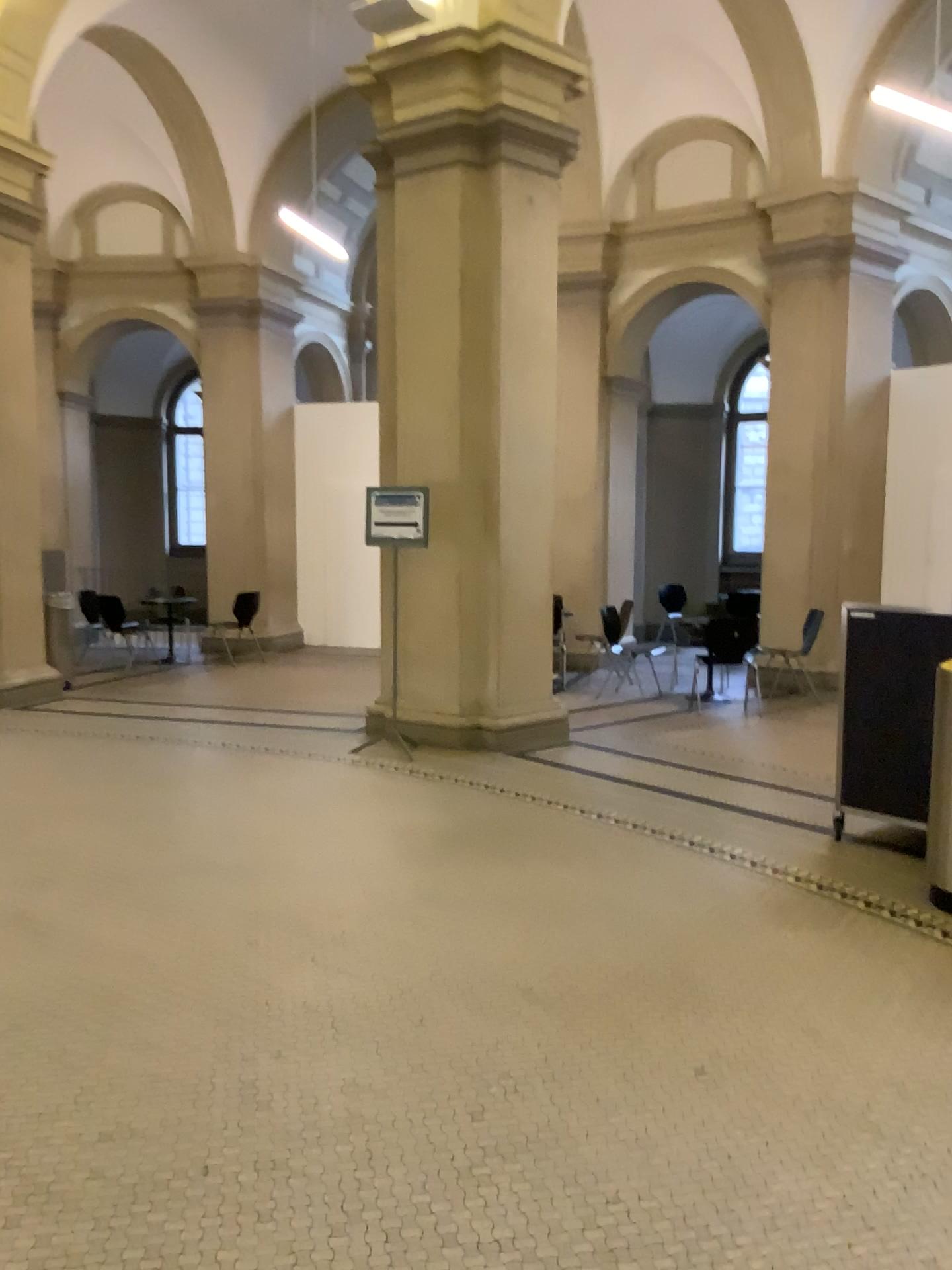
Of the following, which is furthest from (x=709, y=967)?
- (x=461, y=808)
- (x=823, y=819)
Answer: (x=461, y=808)
